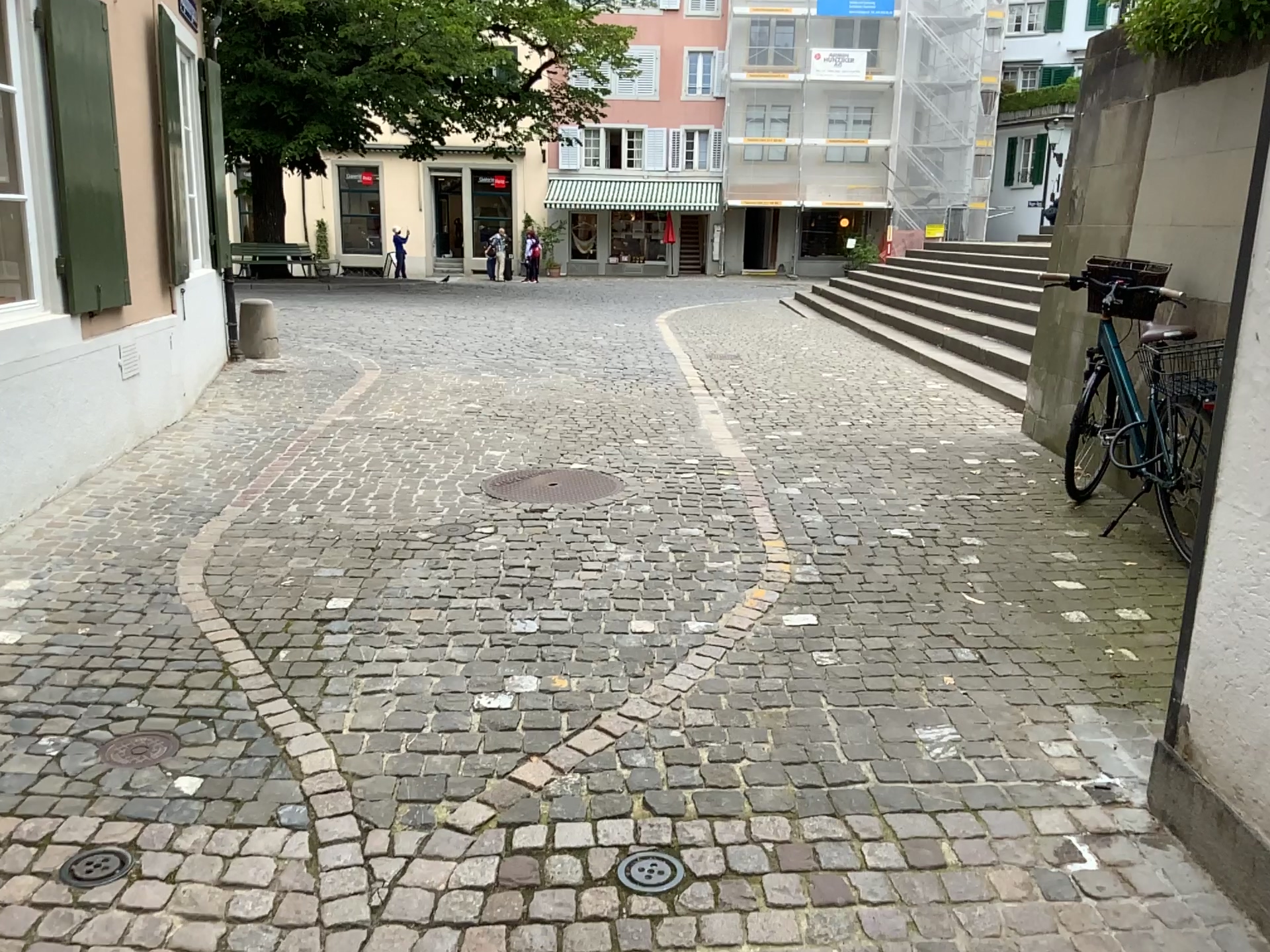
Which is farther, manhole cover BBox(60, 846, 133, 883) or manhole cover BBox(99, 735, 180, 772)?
manhole cover BBox(99, 735, 180, 772)

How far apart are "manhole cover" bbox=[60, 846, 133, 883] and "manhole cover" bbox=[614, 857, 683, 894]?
1.08m

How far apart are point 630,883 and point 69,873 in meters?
1.2 m

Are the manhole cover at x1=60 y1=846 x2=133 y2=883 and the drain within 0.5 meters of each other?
yes

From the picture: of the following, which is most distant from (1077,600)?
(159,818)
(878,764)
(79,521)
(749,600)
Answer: (79,521)

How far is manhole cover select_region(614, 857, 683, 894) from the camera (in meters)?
2.27

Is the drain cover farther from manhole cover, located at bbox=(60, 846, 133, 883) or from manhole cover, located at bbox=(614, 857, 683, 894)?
manhole cover, located at bbox=(60, 846, 133, 883)

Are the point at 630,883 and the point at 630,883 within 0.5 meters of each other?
yes

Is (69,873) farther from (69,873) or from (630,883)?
(630,883)

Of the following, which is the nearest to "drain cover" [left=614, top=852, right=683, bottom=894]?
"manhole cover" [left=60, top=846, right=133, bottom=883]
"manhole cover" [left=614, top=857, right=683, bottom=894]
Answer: "manhole cover" [left=614, top=857, right=683, bottom=894]
